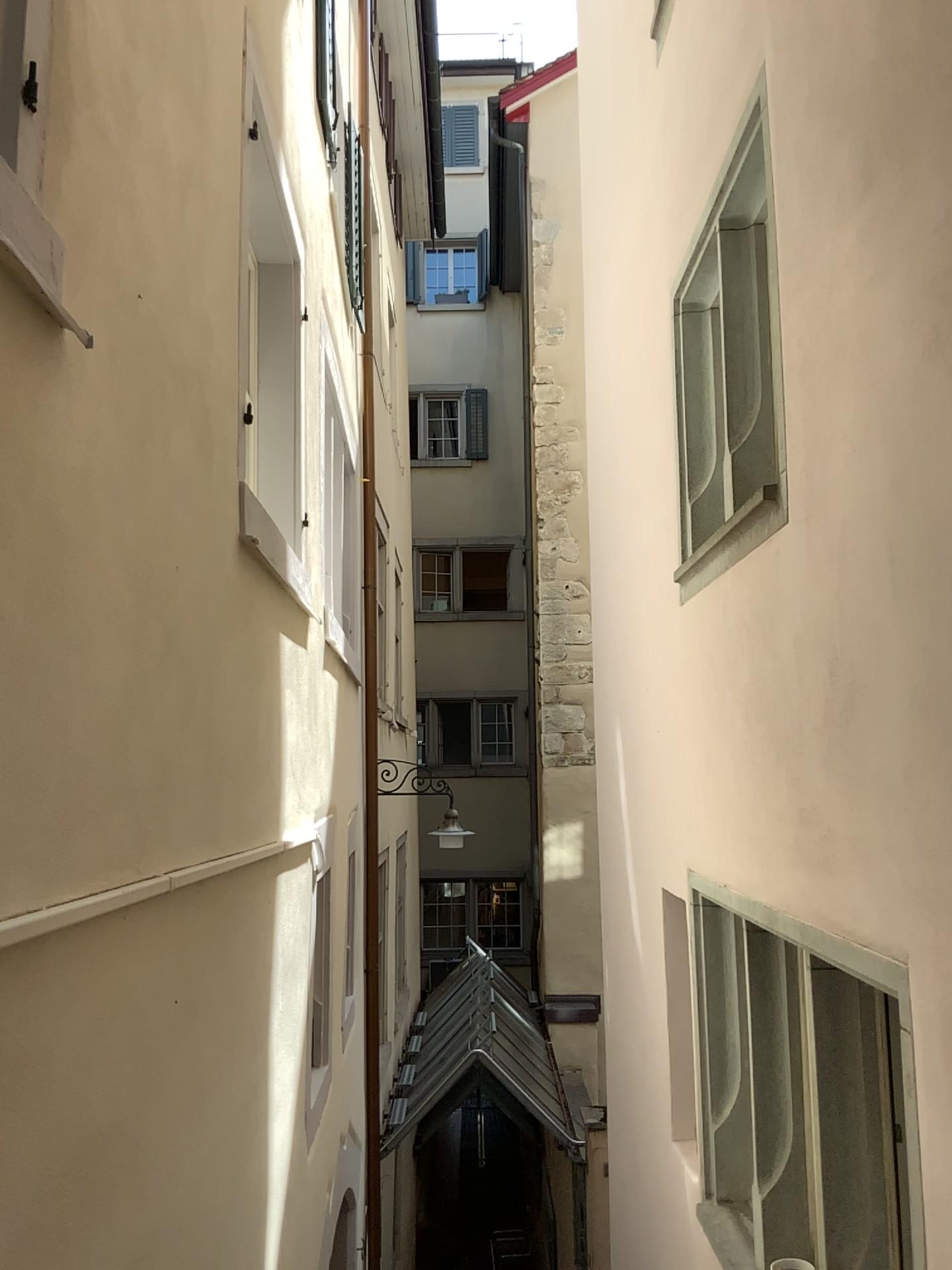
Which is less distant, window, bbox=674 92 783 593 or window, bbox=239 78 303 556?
window, bbox=674 92 783 593

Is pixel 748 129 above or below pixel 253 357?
above

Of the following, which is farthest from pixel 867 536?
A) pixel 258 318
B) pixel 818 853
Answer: pixel 258 318

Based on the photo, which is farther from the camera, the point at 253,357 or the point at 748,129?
the point at 253,357
